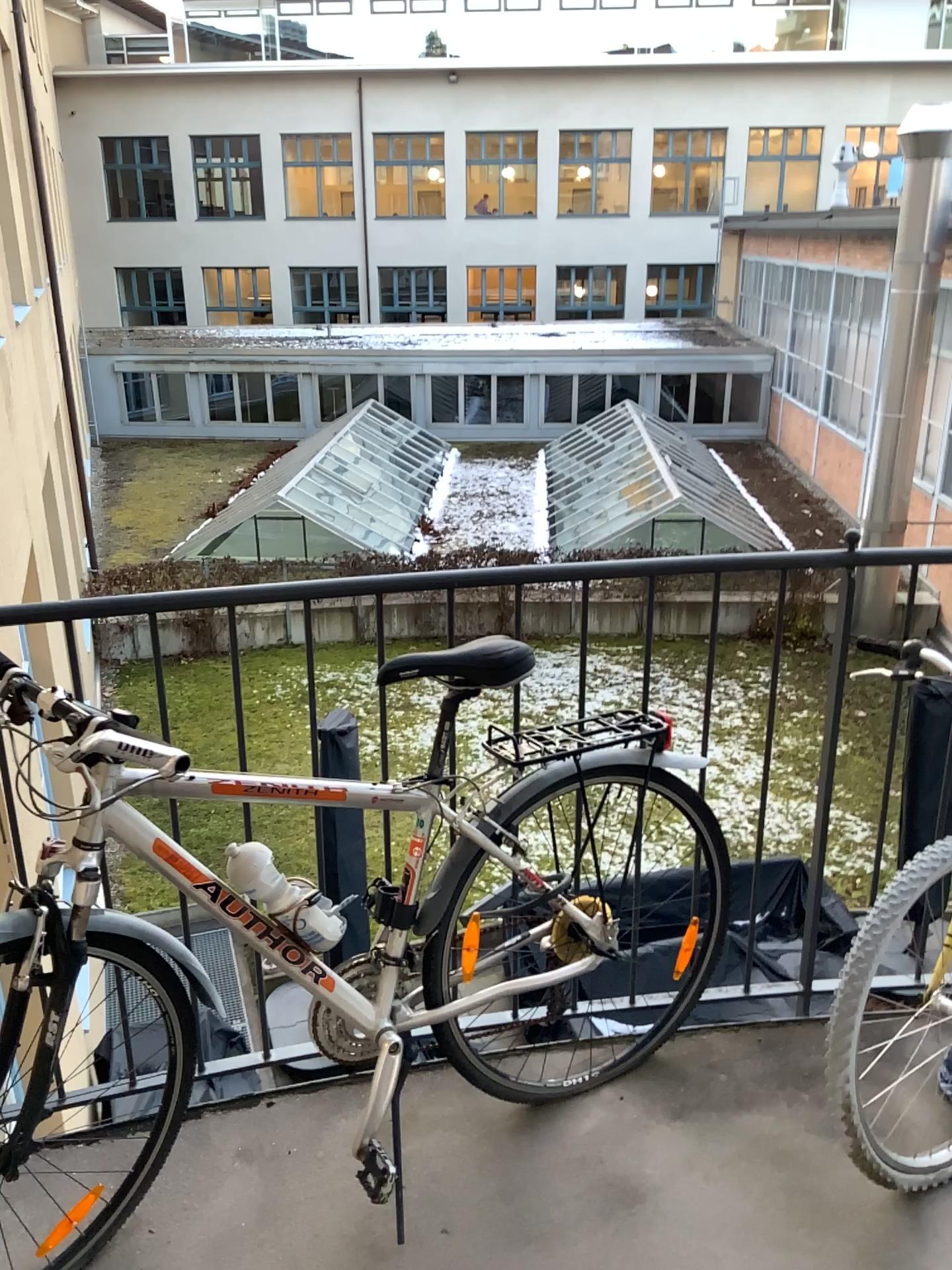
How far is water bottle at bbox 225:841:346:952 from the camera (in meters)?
1.64

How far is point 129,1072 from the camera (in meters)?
1.73

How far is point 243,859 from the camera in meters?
1.6 m
